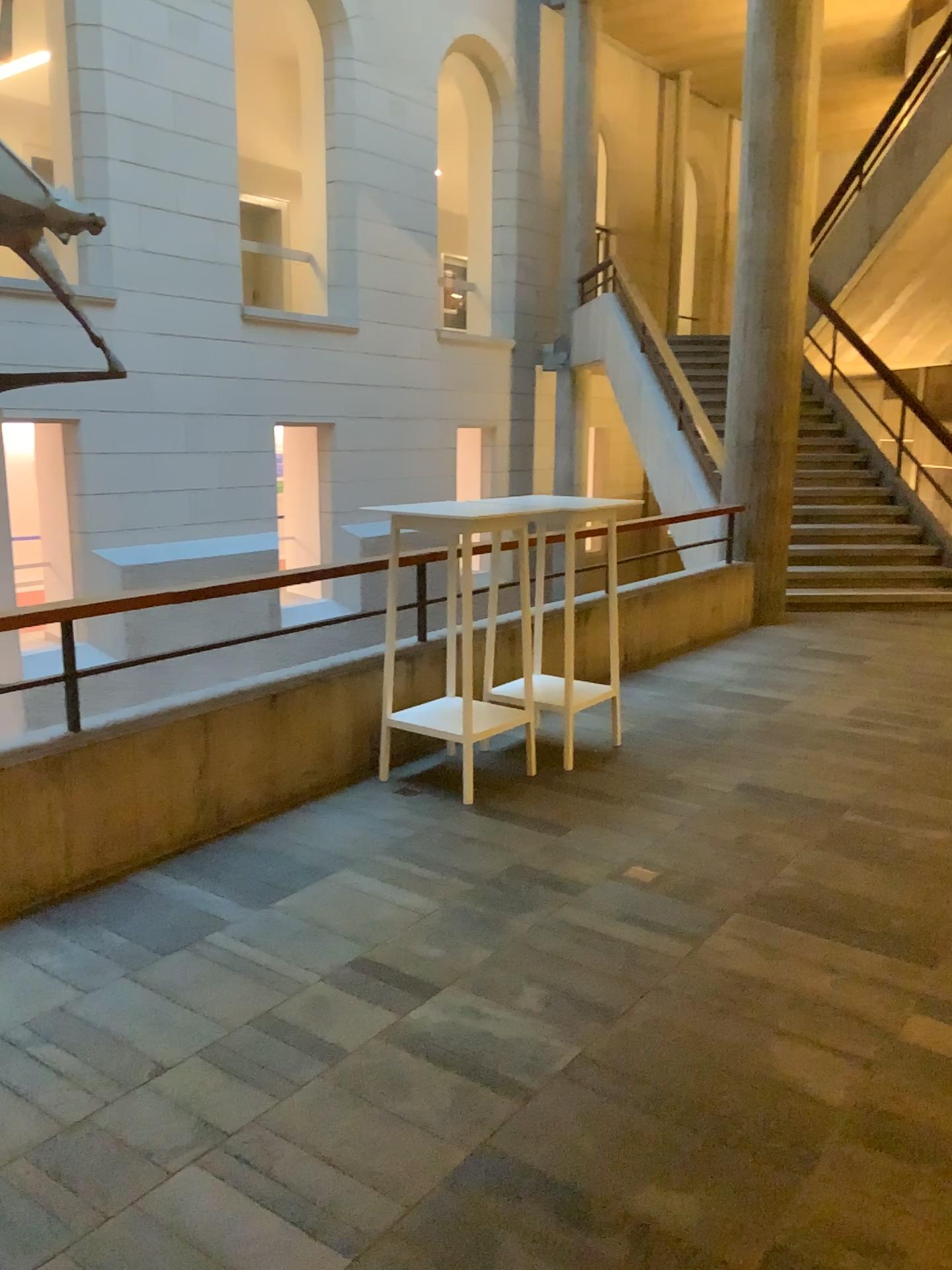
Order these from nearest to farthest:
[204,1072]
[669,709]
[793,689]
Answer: [204,1072], [669,709], [793,689]
